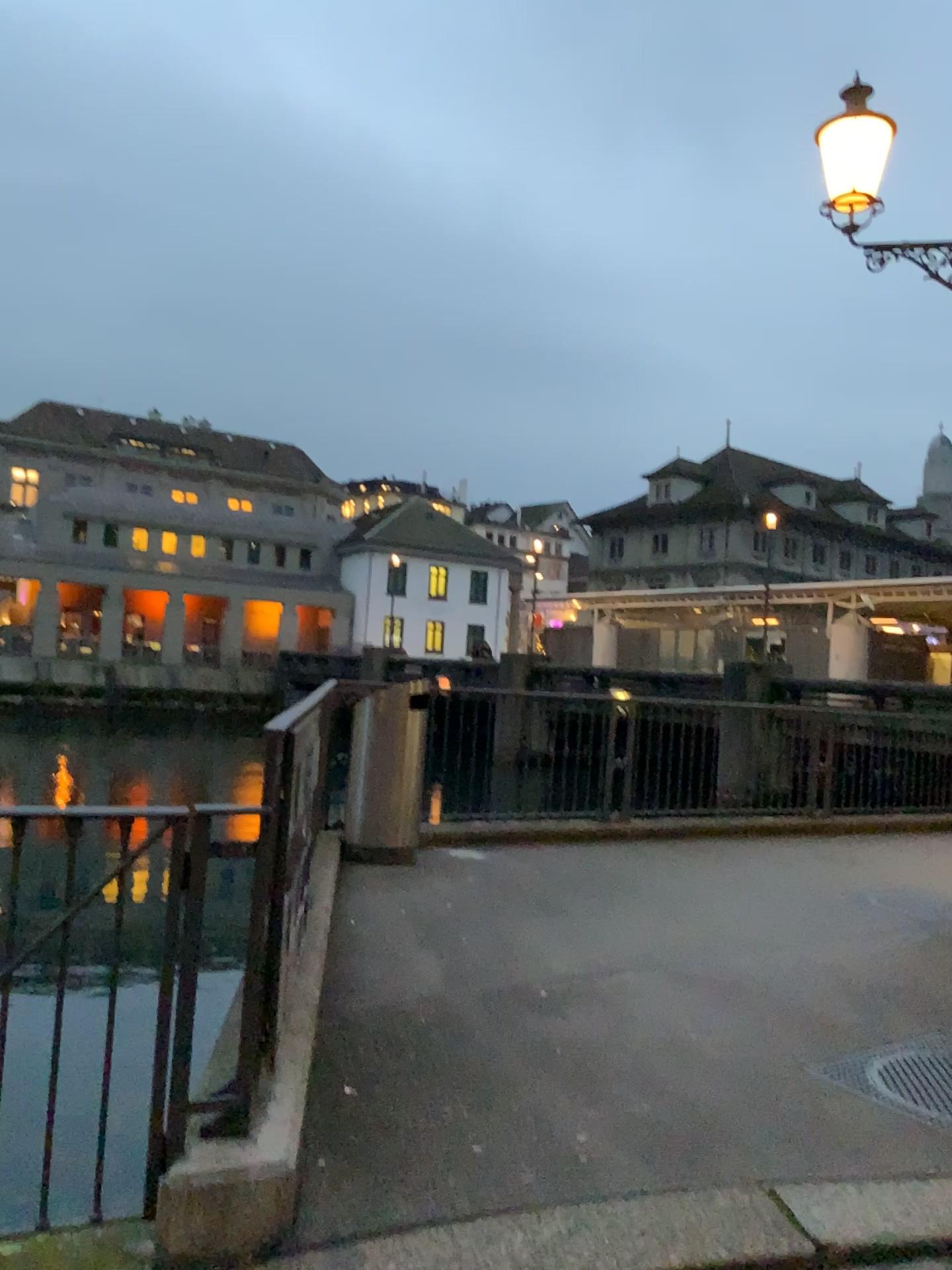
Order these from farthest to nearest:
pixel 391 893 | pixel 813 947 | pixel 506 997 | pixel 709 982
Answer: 1. pixel 391 893
2. pixel 813 947
3. pixel 709 982
4. pixel 506 997
